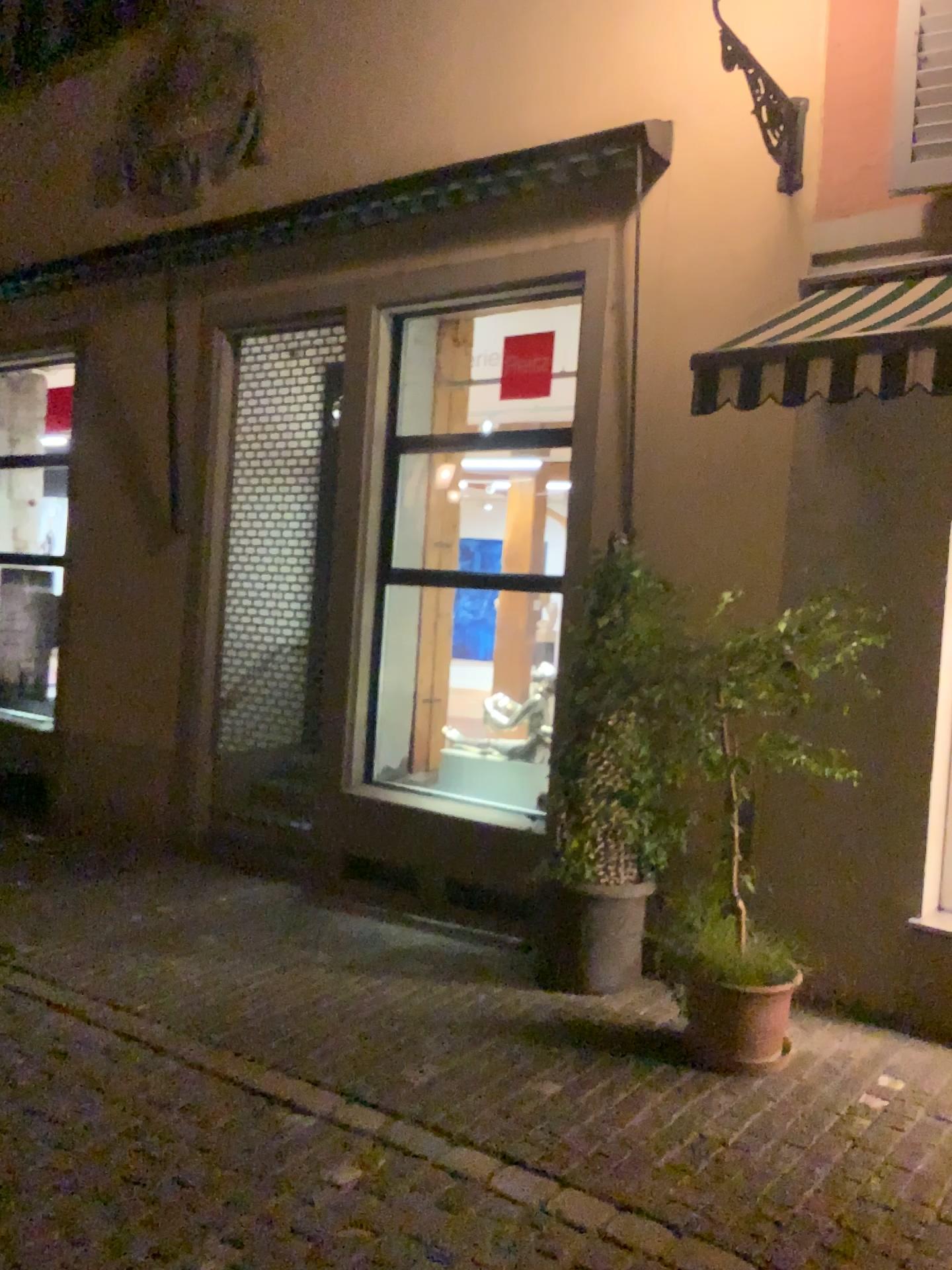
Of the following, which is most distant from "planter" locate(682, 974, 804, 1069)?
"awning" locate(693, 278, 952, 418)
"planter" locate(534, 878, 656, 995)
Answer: "awning" locate(693, 278, 952, 418)

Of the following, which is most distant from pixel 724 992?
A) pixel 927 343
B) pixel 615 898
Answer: pixel 927 343

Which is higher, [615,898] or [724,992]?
[615,898]

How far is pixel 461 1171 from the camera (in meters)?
3.39

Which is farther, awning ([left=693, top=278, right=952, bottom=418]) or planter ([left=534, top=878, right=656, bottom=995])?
planter ([left=534, top=878, right=656, bottom=995])

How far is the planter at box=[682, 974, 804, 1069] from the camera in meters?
4.1

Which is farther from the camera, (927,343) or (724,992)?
(724,992)

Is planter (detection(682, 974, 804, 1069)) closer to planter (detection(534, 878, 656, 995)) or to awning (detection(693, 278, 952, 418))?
planter (detection(534, 878, 656, 995))

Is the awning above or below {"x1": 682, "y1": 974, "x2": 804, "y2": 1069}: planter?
above
